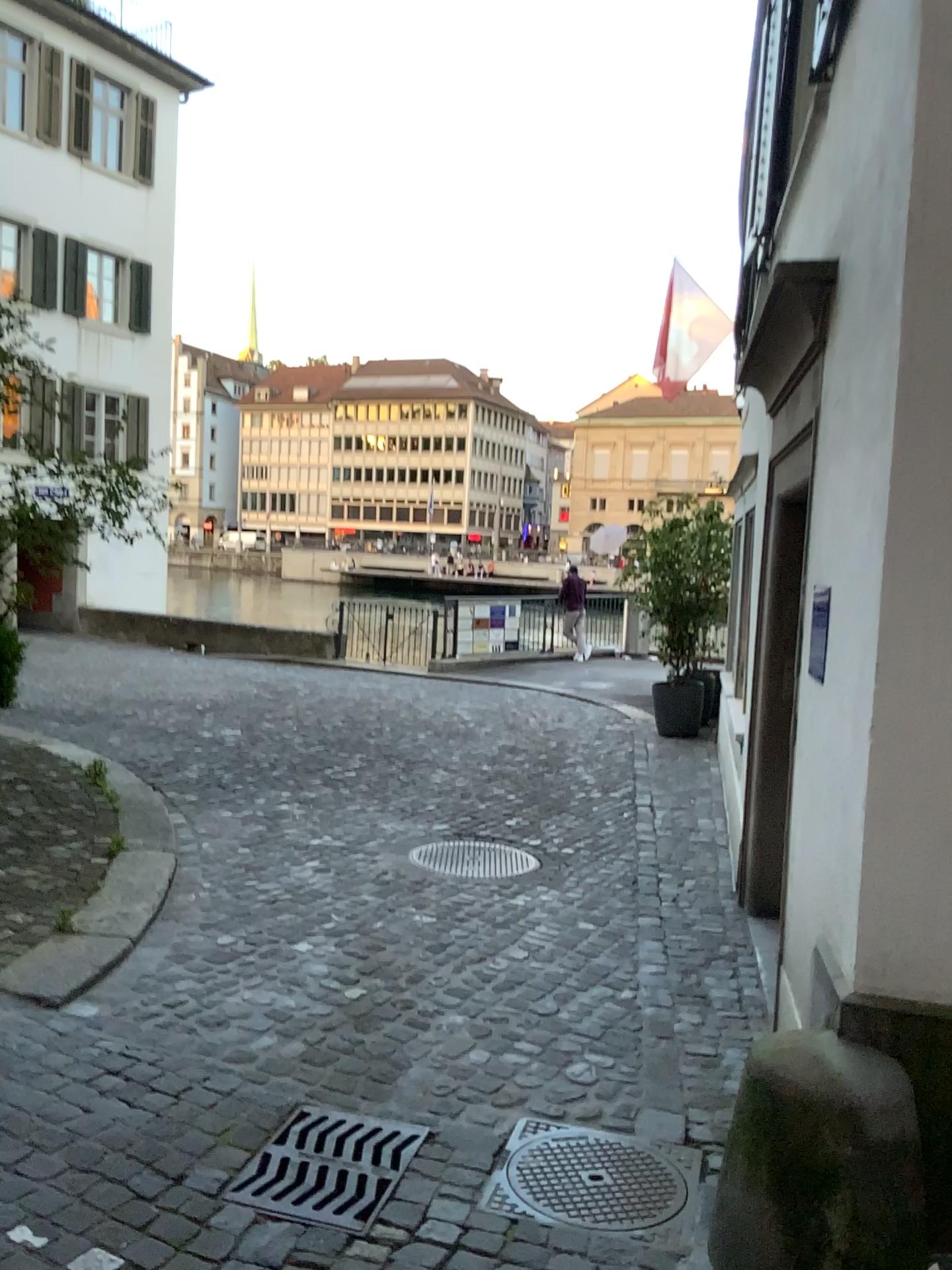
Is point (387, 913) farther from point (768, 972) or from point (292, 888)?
point (768, 972)

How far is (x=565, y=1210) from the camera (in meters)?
2.58

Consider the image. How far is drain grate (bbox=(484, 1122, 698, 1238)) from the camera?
2.6 meters
